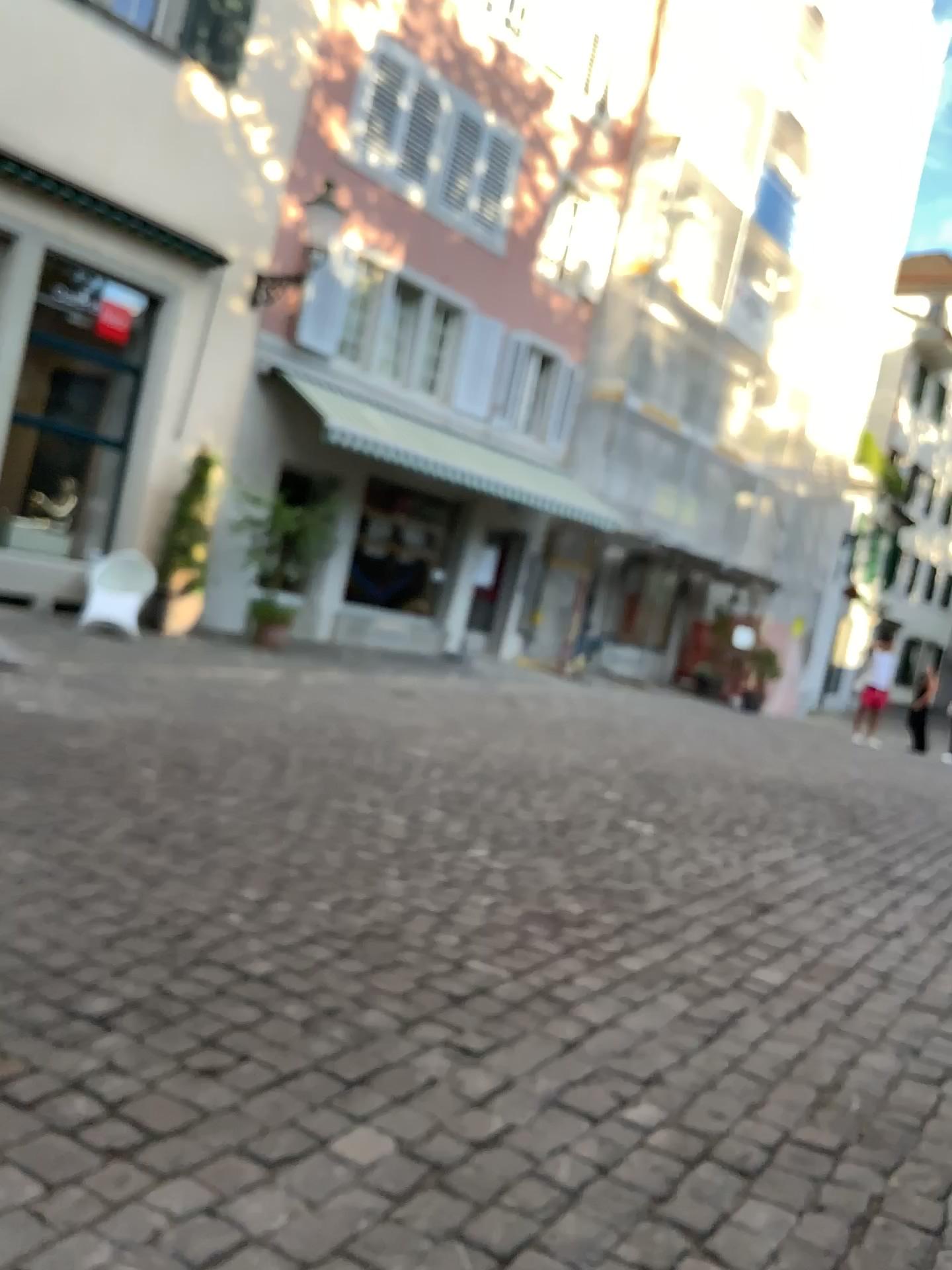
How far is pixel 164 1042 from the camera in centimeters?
261cm
